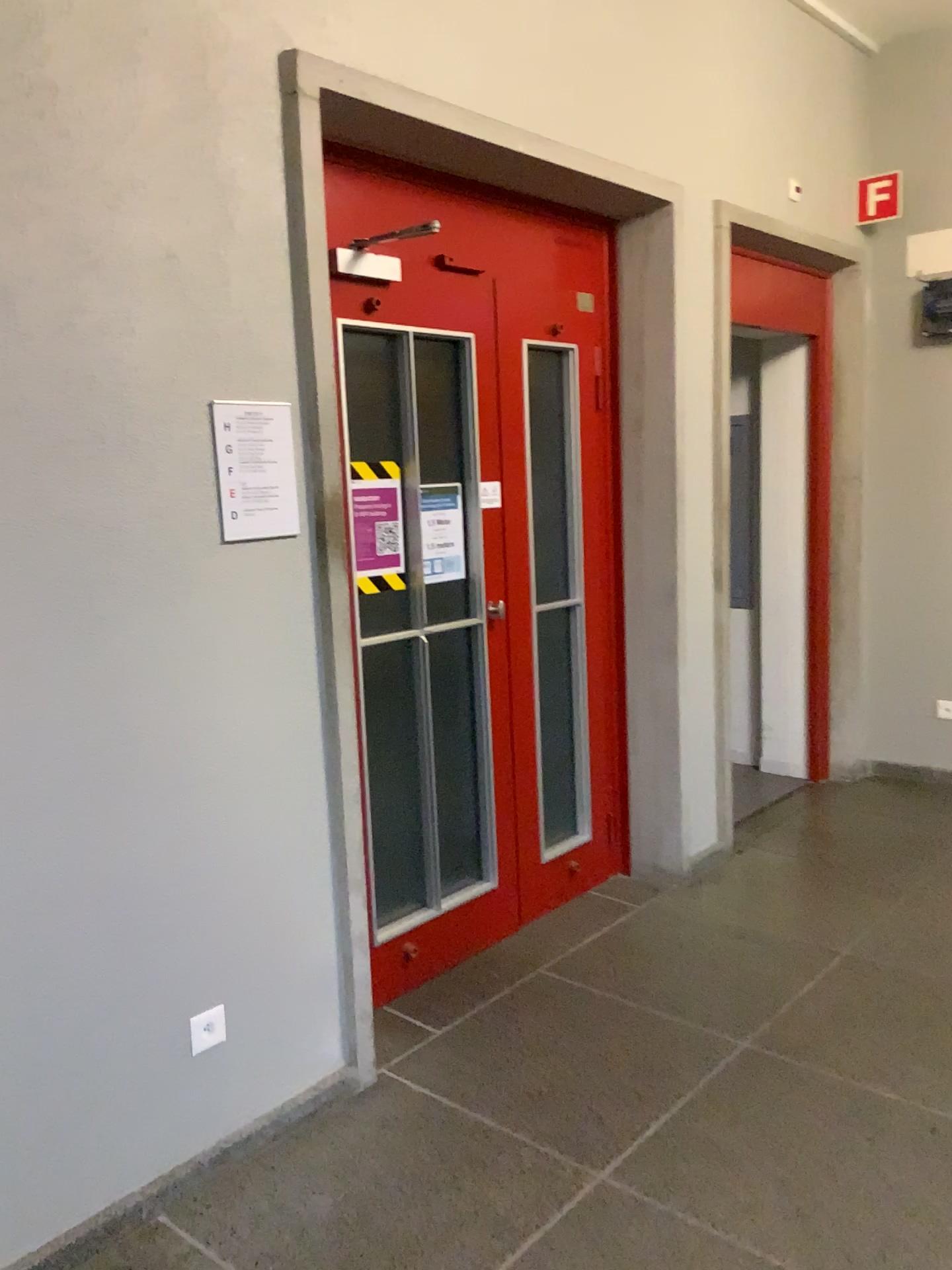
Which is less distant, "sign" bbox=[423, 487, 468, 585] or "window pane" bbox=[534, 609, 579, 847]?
"sign" bbox=[423, 487, 468, 585]

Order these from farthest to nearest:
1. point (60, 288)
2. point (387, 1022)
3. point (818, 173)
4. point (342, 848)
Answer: point (818, 173) < point (387, 1022) < point (342, 848) < point (60, 288)

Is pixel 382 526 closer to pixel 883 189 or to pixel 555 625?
pixel 555 625

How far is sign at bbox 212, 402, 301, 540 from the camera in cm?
227

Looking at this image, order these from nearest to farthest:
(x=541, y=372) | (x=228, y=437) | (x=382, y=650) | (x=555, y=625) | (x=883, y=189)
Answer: (x=228, y=437), (x=382, y=650), (x=541, y=372), (x=555, y=625), (x=883, y=189)

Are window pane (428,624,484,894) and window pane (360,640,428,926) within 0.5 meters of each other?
yes

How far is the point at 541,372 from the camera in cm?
347

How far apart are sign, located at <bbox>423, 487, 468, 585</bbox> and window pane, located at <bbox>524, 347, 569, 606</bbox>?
0.39m

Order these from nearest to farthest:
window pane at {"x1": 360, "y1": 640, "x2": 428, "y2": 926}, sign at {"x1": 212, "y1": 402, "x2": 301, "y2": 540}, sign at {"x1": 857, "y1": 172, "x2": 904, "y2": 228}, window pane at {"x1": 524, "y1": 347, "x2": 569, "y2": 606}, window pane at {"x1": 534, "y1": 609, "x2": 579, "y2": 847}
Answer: sign at {"x1": 212, "y1": 402, "x2": 301, "y2": 540}, window pane at {"x1": 360, "y1": 640, "x2": 428, "y2": 926}, window pane at {"x1": 524, "y1": 347, "x2": 569, "y2": 606}, window pane at {"x1": 534, "y1": 609, "x2": 579, "y2": 847}, sign at {"x1": 857, "y1": 172, "x2": 904, "y2": 228}

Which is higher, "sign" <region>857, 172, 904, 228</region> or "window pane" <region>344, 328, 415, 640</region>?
"sign" <region>857, 172, 904, 228</region>
